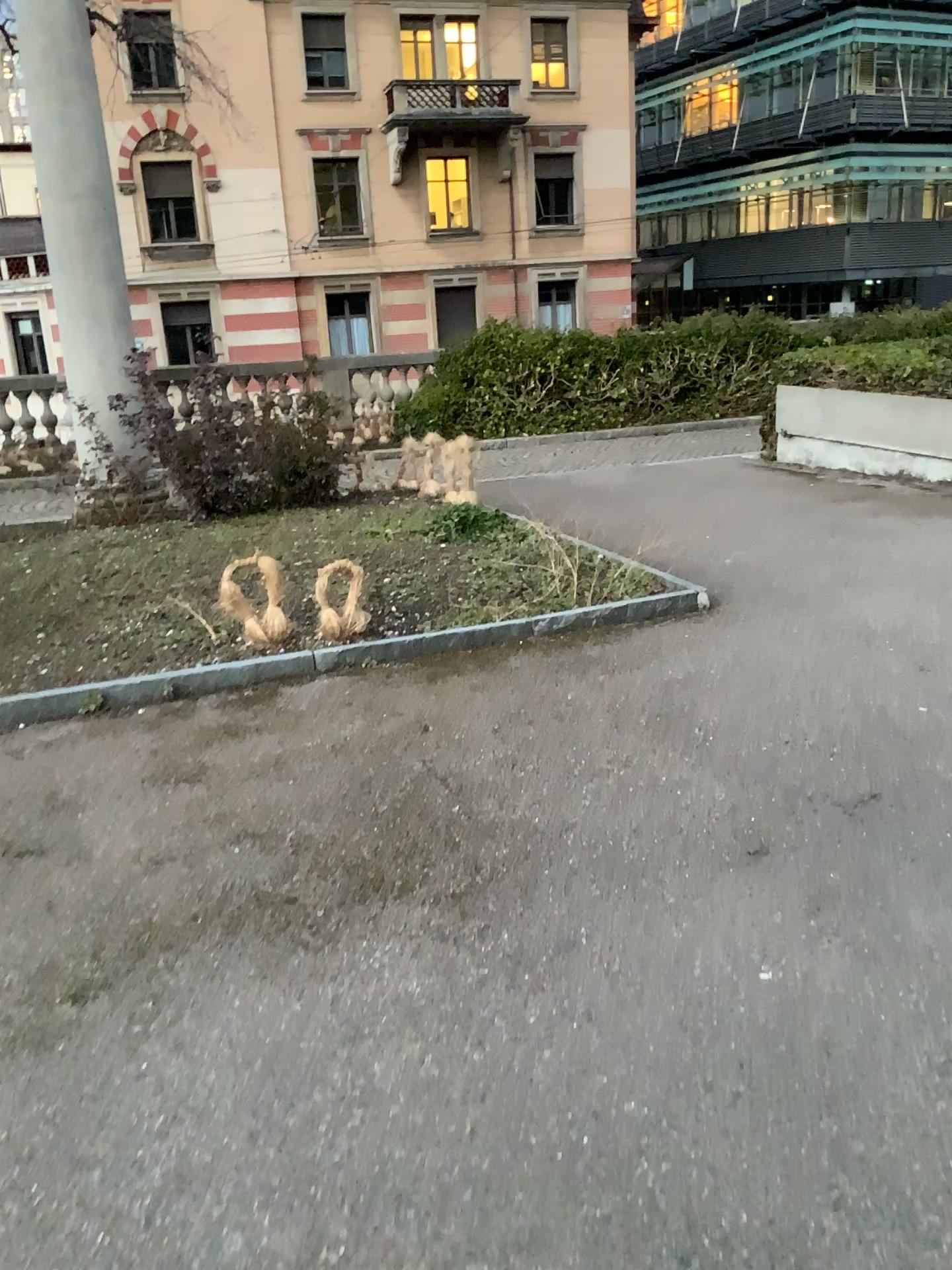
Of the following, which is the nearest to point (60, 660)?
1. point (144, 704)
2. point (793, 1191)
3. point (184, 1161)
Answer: point (144, 704)
